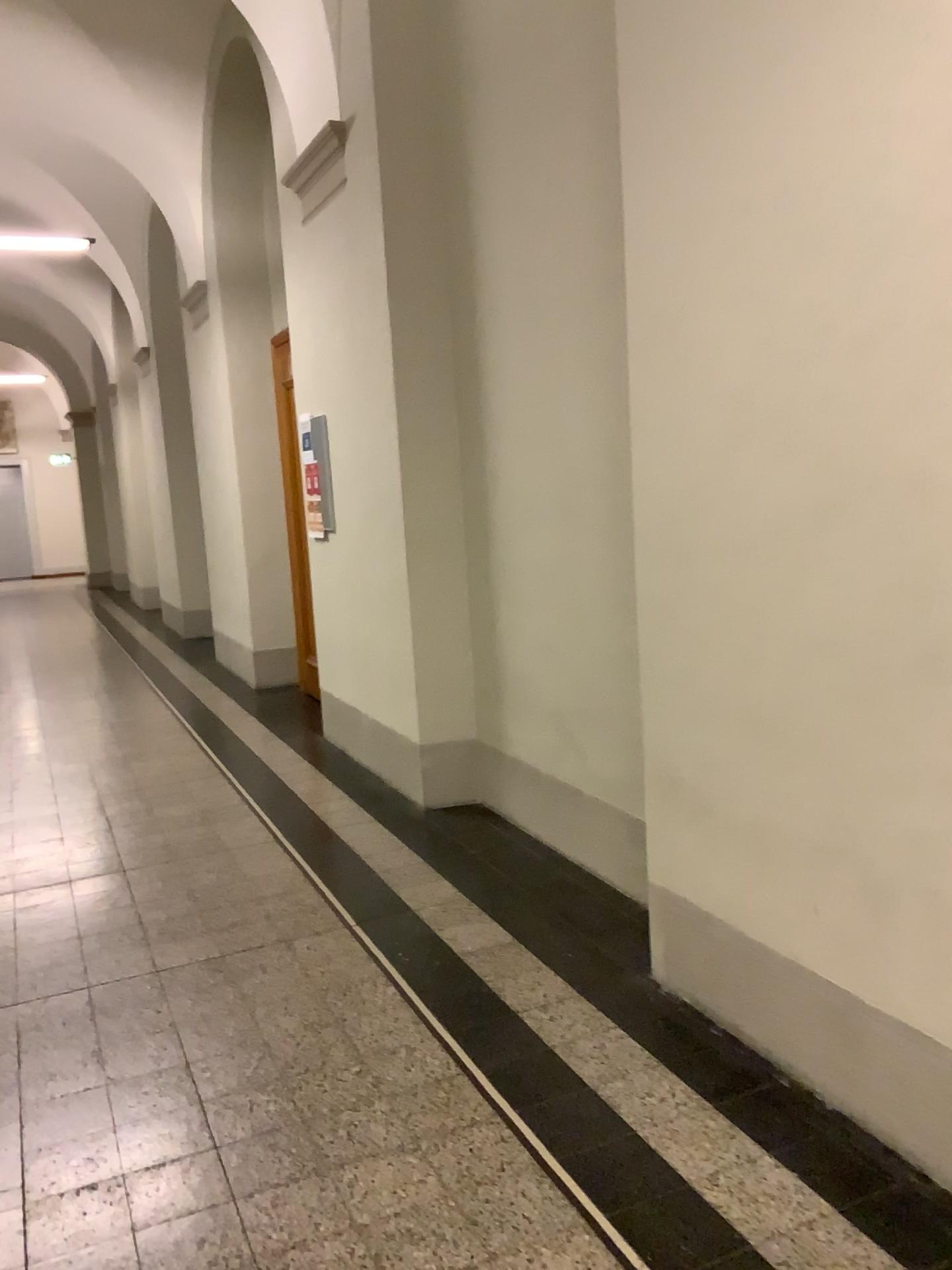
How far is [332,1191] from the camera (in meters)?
2.19
